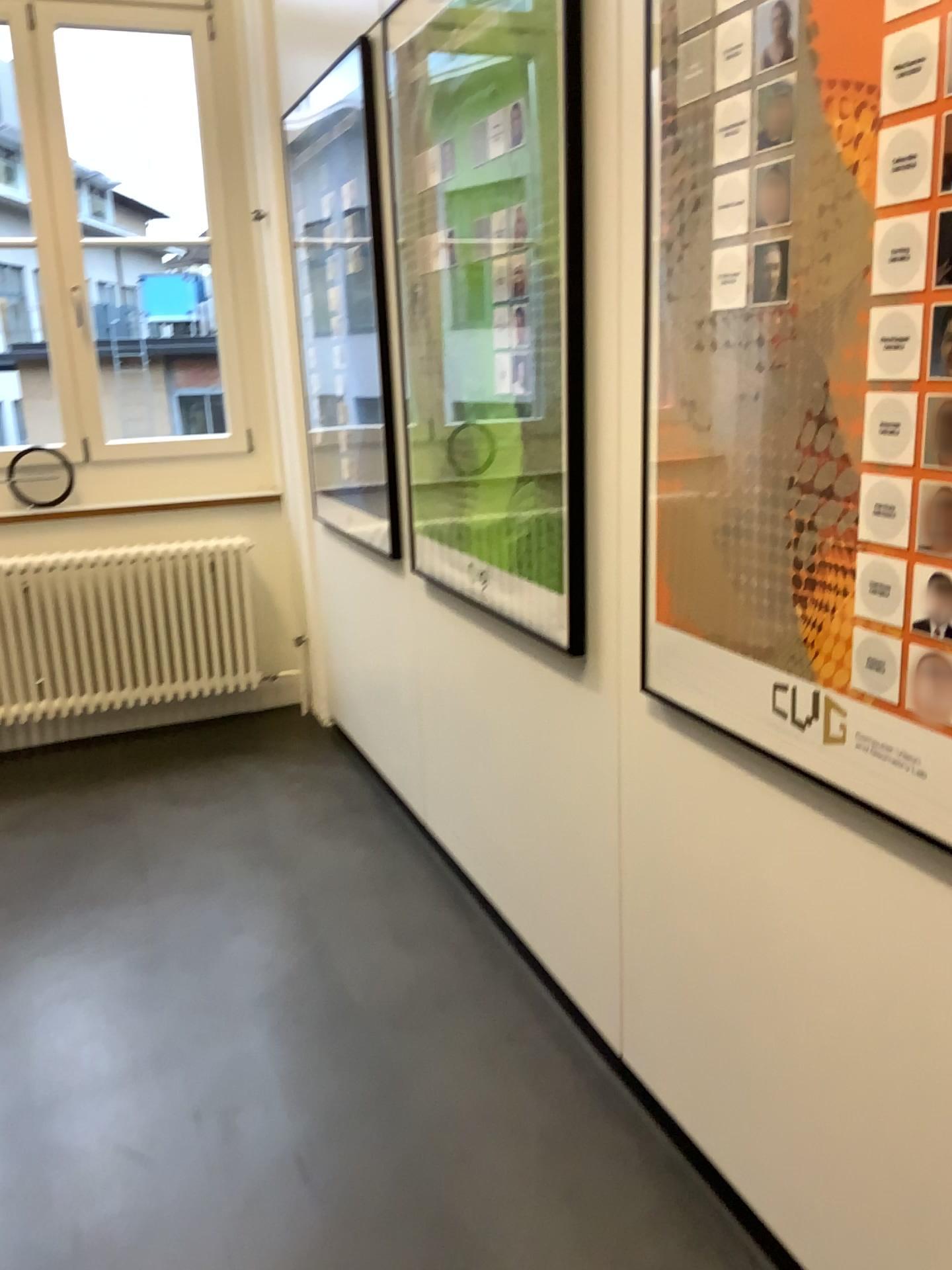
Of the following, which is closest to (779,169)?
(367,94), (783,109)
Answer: (783,109)

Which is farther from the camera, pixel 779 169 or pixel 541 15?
pixel 541 15

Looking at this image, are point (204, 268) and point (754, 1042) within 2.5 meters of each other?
no

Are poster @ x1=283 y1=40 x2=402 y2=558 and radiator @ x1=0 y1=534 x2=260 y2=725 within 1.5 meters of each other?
yes

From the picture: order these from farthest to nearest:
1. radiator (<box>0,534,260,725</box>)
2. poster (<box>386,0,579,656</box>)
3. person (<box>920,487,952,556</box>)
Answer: radiator (<box>0,534,260,725</box>)
poster (<box>386,0,579,656</box>)
person (<box>920,487,952,556</box>)

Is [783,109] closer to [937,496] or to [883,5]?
[883,5]

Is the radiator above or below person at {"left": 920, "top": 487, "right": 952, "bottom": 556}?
below

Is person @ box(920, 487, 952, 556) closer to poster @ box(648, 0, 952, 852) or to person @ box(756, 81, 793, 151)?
poster @ box(648, 0, 952, 852)

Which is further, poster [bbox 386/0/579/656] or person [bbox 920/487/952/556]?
poster [bbox 386/0/579/656]

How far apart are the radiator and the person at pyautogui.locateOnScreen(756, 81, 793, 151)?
3.11m
